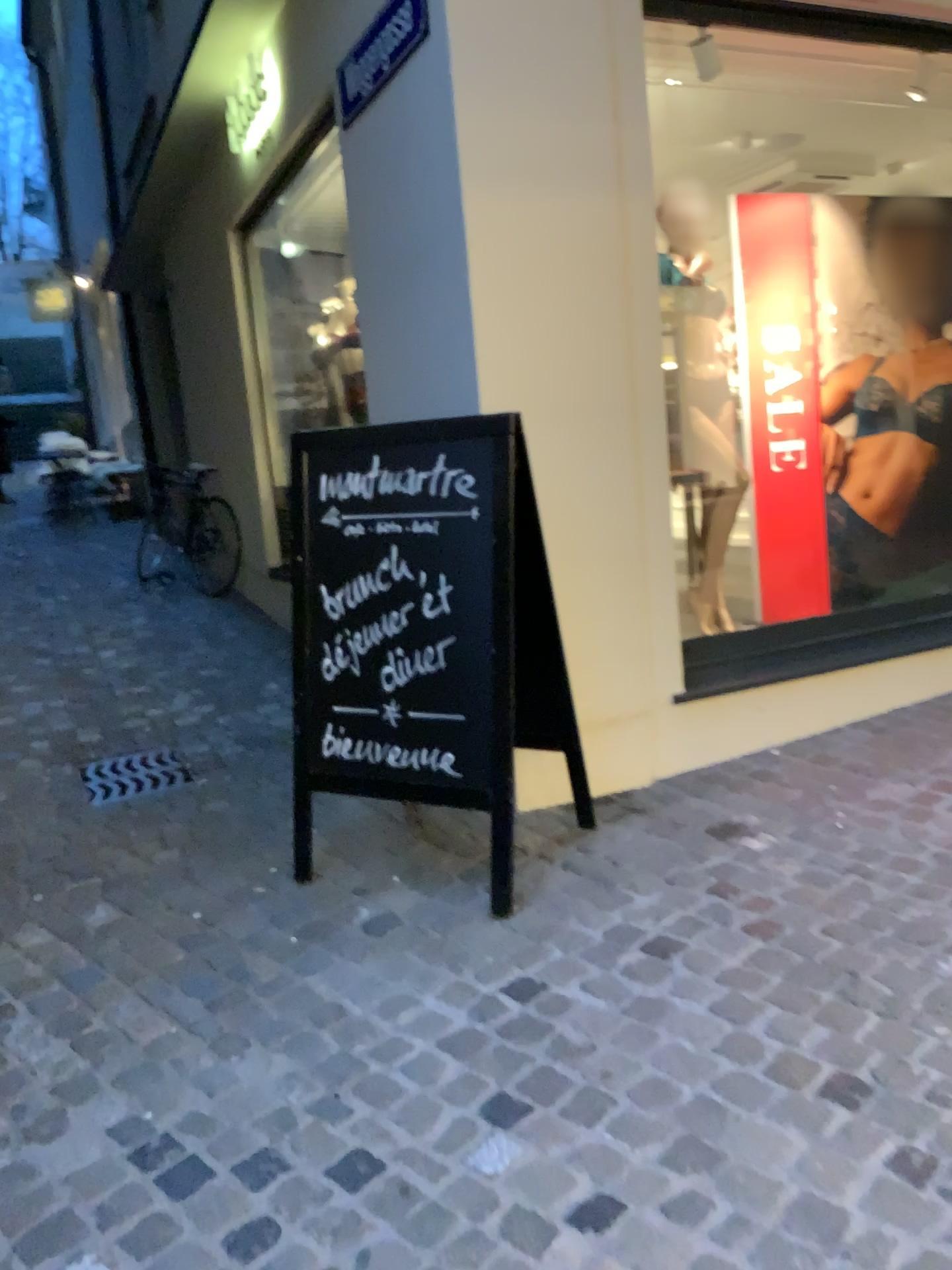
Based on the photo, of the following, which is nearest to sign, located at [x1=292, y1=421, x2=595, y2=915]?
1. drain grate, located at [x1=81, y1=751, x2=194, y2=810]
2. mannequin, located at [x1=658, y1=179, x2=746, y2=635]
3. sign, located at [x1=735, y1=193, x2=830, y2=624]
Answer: drain grate, located at [x1=81, y1=751, x2=194, y2=810]

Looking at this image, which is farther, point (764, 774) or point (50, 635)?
point (50, 635)

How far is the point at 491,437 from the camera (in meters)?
2.60

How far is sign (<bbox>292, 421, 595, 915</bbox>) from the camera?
2.6 meters

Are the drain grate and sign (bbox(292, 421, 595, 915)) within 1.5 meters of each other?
yes

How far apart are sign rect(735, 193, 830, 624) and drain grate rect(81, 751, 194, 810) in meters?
2.5 m

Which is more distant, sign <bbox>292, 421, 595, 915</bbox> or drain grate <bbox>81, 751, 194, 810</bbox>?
drain grate <bbox>81, 751, 194, 810</bbox>

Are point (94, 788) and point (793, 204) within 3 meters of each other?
no

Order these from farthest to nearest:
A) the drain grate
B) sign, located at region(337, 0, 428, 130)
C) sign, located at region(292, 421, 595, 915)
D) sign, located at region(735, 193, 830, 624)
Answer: sign, located at region(735, 193, 830, 624)
the drain grate
sign, located at region(337, 0, 428, 130)
sign, located at region(292, 421, 595, 915)

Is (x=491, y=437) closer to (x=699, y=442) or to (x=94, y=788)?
(x=699, y=442)
